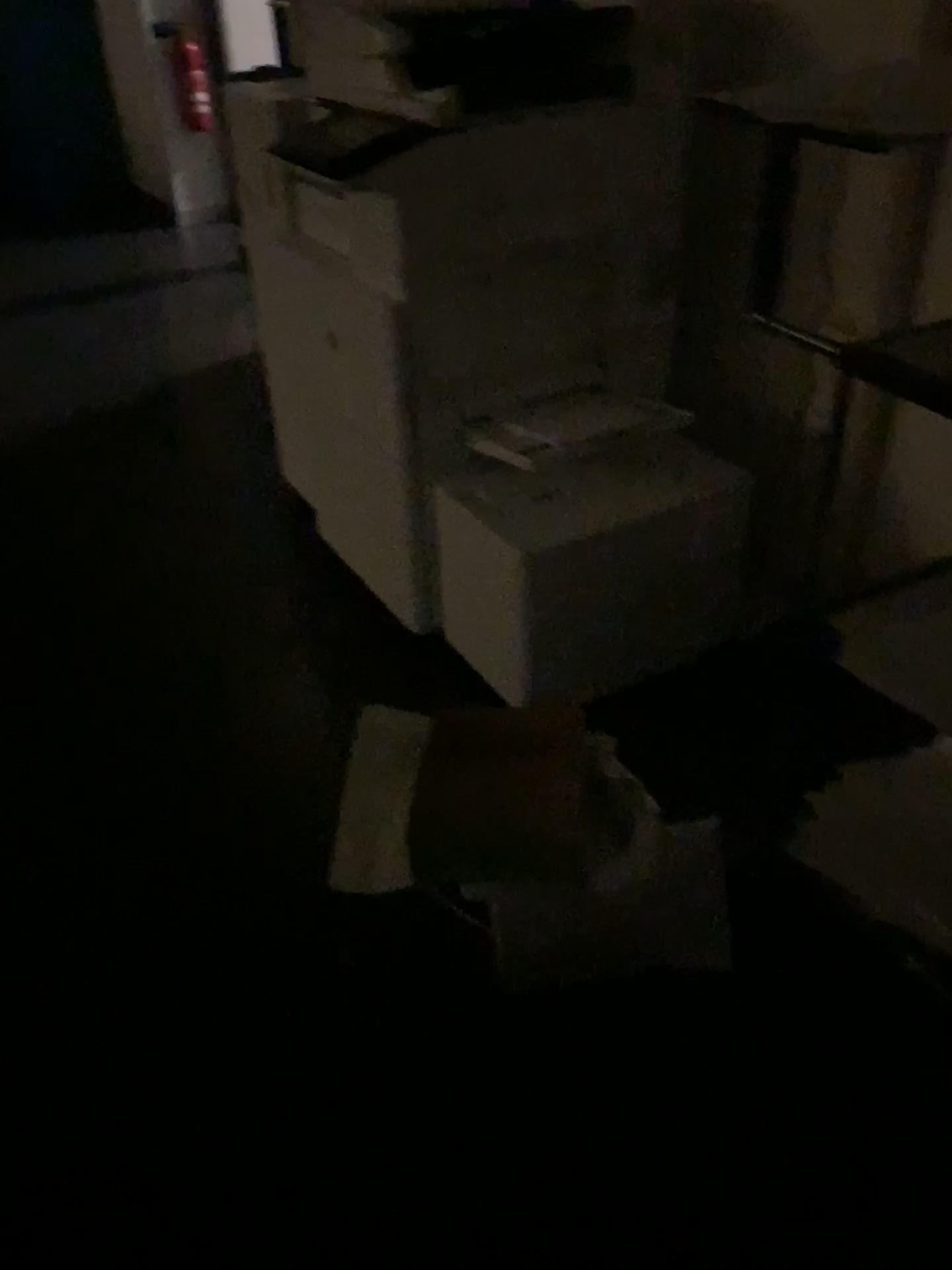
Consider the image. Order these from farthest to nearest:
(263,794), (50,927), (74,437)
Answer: (74,437)
(263,794)
(50,927)

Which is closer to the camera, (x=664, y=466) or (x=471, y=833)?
(x=471, y=833)

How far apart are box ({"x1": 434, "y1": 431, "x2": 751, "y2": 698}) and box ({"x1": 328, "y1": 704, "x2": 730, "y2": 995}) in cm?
29

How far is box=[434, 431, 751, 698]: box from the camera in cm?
191

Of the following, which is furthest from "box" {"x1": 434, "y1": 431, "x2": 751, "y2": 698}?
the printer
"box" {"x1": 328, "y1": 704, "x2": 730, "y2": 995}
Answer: "box" {"x1": 328, "y1": 704, "x2": 730, "y2": 995}

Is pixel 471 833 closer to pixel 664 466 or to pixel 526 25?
pixel 664 466

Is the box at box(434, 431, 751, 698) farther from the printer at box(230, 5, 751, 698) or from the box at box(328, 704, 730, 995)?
the box at box(328, 704, 730, 995)

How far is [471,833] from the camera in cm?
143

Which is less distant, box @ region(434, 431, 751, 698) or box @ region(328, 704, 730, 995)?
box @ region(328, 704, 730, 995)
